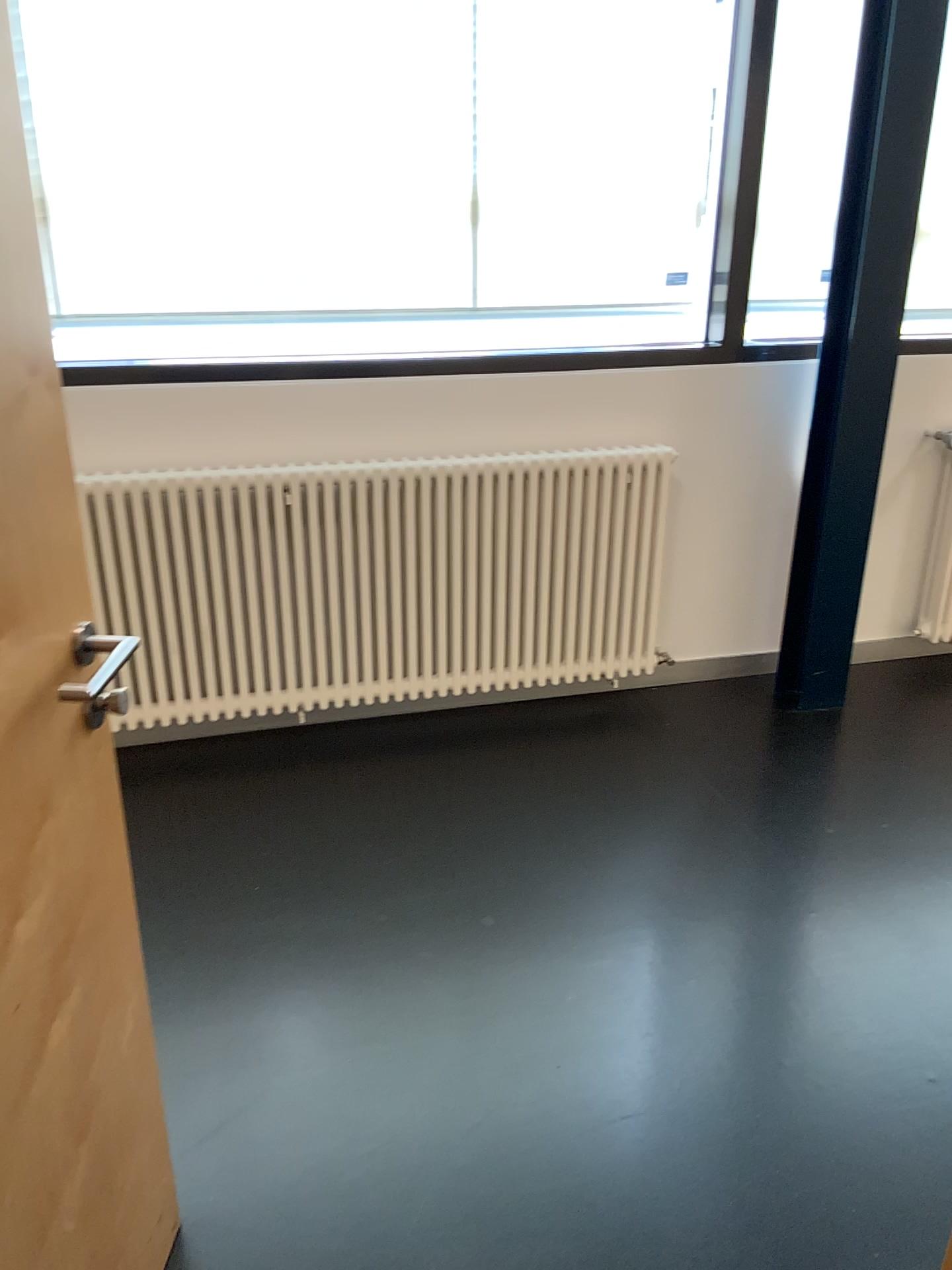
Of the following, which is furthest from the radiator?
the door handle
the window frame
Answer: the door handle

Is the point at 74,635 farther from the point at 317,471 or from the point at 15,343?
the point at 317,471

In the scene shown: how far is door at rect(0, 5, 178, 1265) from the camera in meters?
1.1 m

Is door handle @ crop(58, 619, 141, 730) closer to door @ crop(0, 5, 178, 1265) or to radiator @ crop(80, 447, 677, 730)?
door @ crop(0, 5, 178, 1265)

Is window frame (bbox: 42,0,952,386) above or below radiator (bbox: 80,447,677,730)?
above

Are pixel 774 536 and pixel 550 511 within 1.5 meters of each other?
yes

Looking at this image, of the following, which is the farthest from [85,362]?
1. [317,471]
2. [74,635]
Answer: [74,635]

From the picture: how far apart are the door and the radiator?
1.48m

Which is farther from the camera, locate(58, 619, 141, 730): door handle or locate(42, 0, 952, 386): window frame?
locate(42, 0, 952, 386): window frame

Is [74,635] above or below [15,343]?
below
